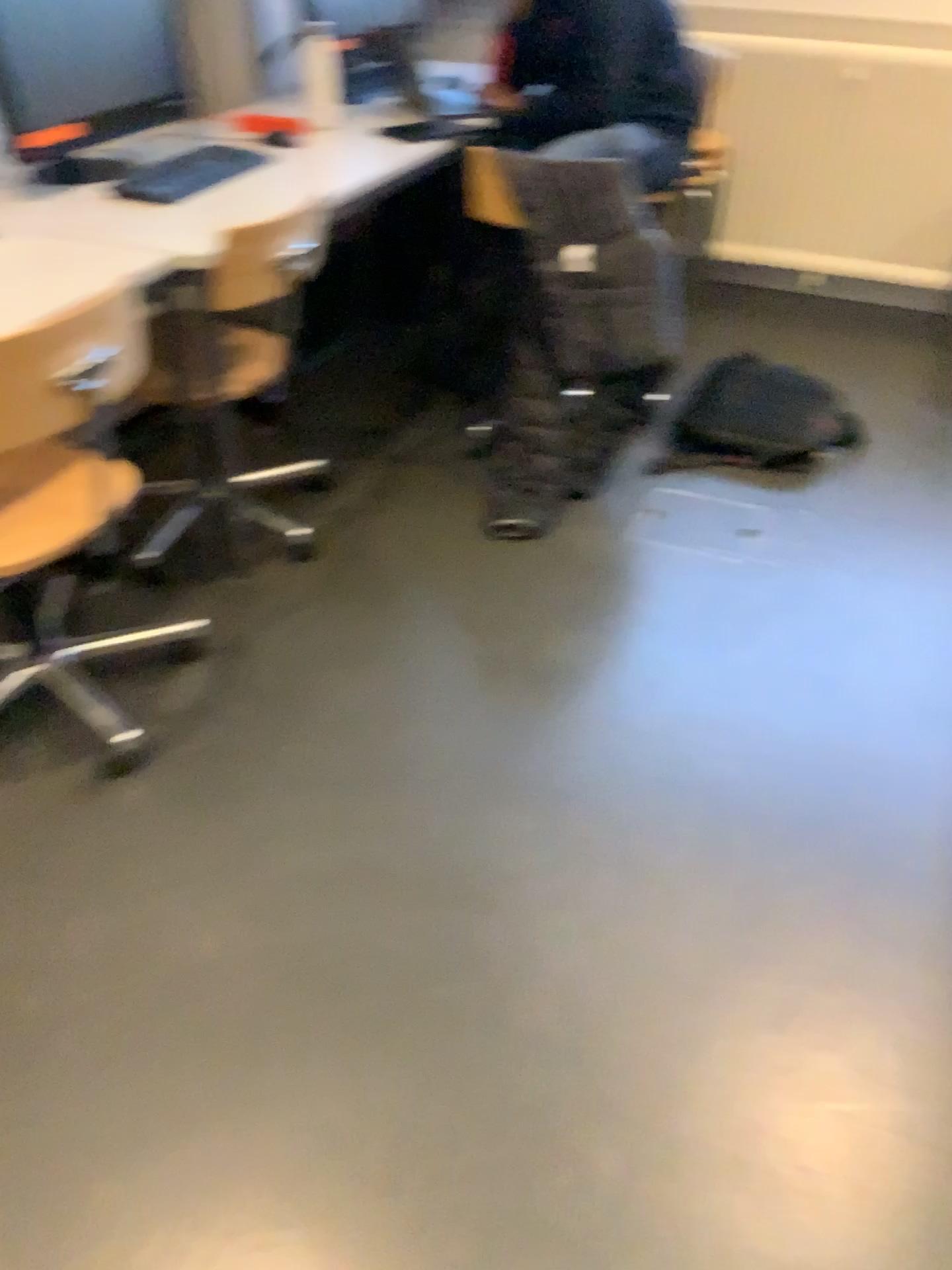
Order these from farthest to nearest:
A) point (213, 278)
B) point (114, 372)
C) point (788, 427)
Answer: point (788, 427) → point (213, 278) → point (114, 372)

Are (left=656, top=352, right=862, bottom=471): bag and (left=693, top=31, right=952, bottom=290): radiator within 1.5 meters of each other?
yes

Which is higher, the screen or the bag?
the screen

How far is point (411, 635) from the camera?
2.29m

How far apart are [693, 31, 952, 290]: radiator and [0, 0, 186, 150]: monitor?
1.99m

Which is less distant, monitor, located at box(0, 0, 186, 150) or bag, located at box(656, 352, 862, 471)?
monitor, located at box(0, 0, 186, 150)

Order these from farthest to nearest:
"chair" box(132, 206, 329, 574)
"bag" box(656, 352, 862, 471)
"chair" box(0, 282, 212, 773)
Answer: "bag" box(656, 352, 862, 471), "chair" box(132, 206, 329, 574), "chair" box(0, 282, 212, 773)

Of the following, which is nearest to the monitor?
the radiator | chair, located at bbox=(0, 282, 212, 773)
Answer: chair, located at bbox=(0, 282, 212, 773)

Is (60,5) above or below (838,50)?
above

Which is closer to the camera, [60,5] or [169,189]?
[60,5]
